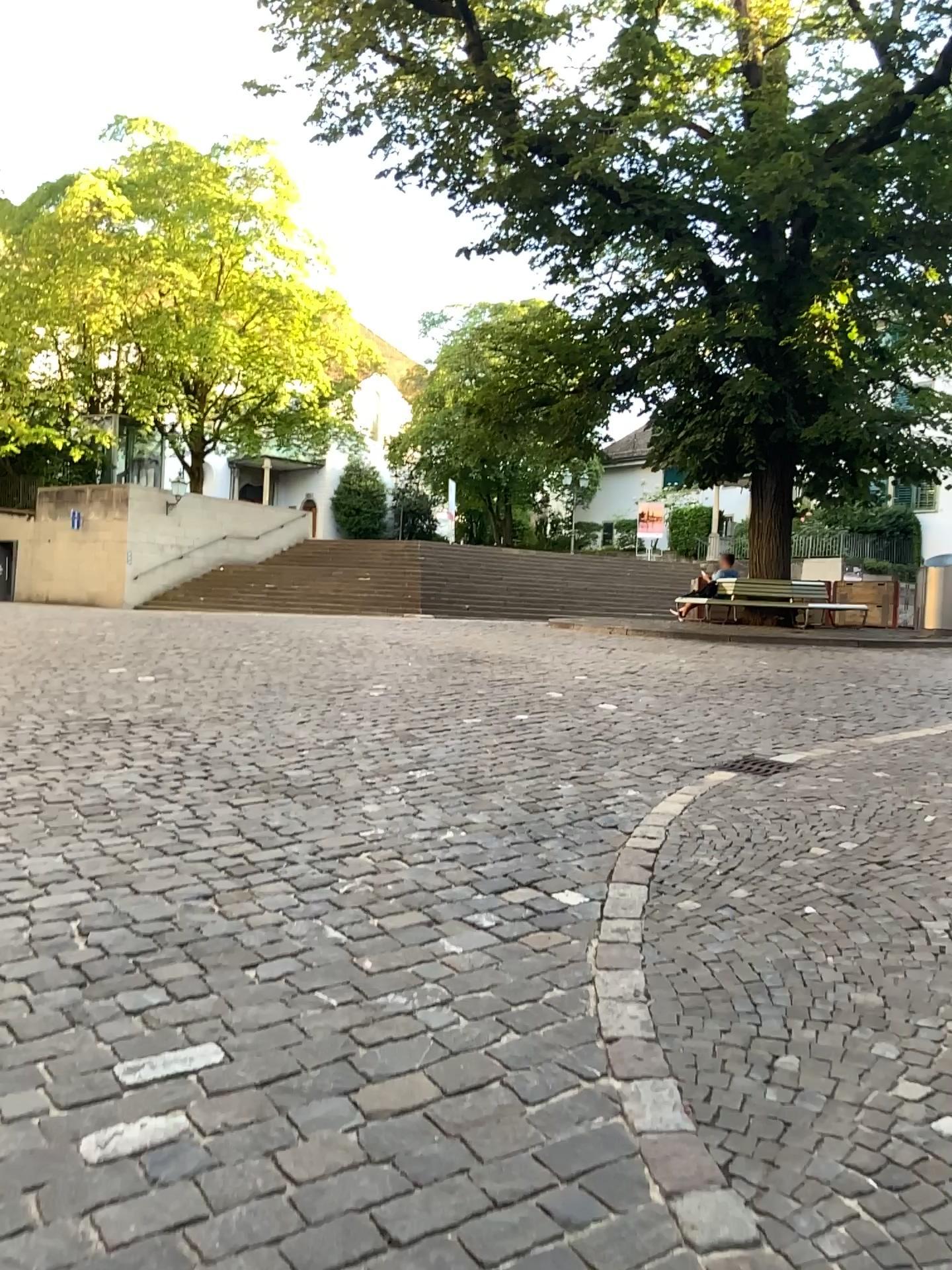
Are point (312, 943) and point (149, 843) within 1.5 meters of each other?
yes
